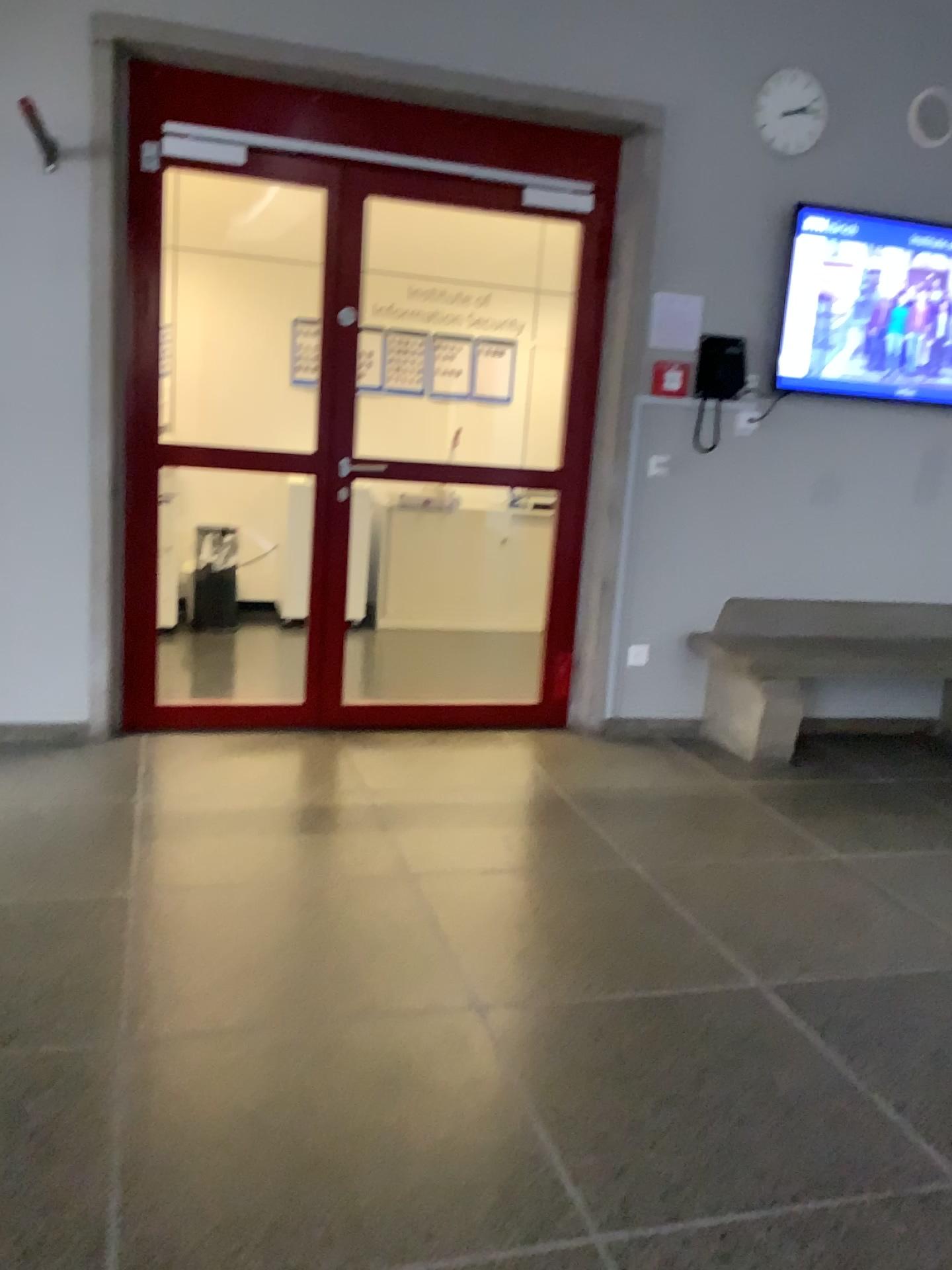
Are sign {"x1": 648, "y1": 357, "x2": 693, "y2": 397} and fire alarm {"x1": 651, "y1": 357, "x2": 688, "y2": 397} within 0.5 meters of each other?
yes

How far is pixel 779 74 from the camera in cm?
411

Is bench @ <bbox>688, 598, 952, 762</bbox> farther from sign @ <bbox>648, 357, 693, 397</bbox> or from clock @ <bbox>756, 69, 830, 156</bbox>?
clock @ <bbox>756, 69, 830, 156</bbox>

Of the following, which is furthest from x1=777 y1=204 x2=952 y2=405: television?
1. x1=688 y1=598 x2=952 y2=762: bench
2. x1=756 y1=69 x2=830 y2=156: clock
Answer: x1=688 y1=598 x2=952 y2=762: bench

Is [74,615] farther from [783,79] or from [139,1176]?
[783,79]

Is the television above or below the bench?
above

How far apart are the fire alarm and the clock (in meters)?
0.91

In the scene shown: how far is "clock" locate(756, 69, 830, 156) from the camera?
4.1 meters

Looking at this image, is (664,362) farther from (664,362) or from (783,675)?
(783,675)

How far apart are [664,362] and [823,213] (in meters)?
0.90
